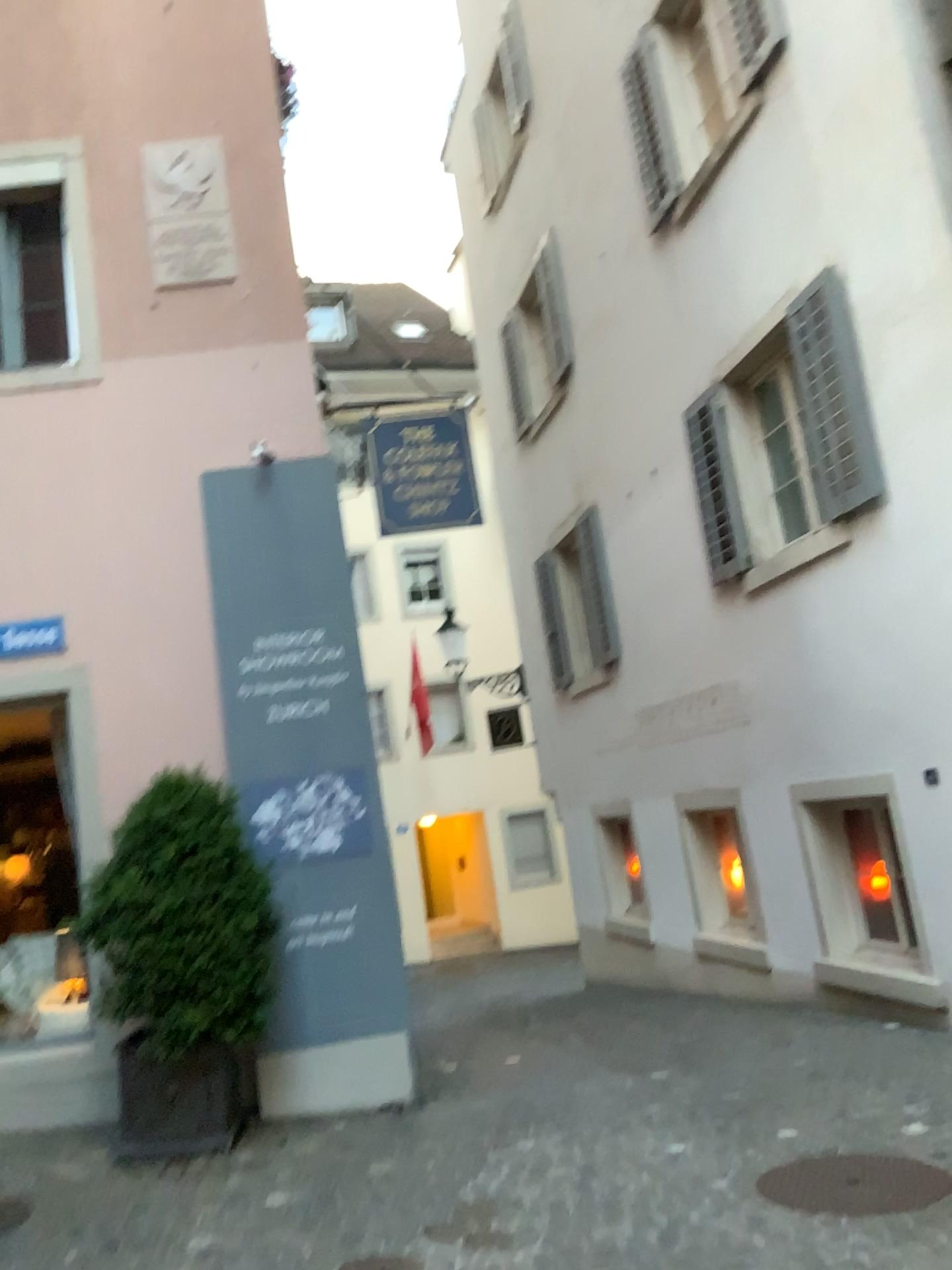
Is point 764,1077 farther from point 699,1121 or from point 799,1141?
point 799,1141
